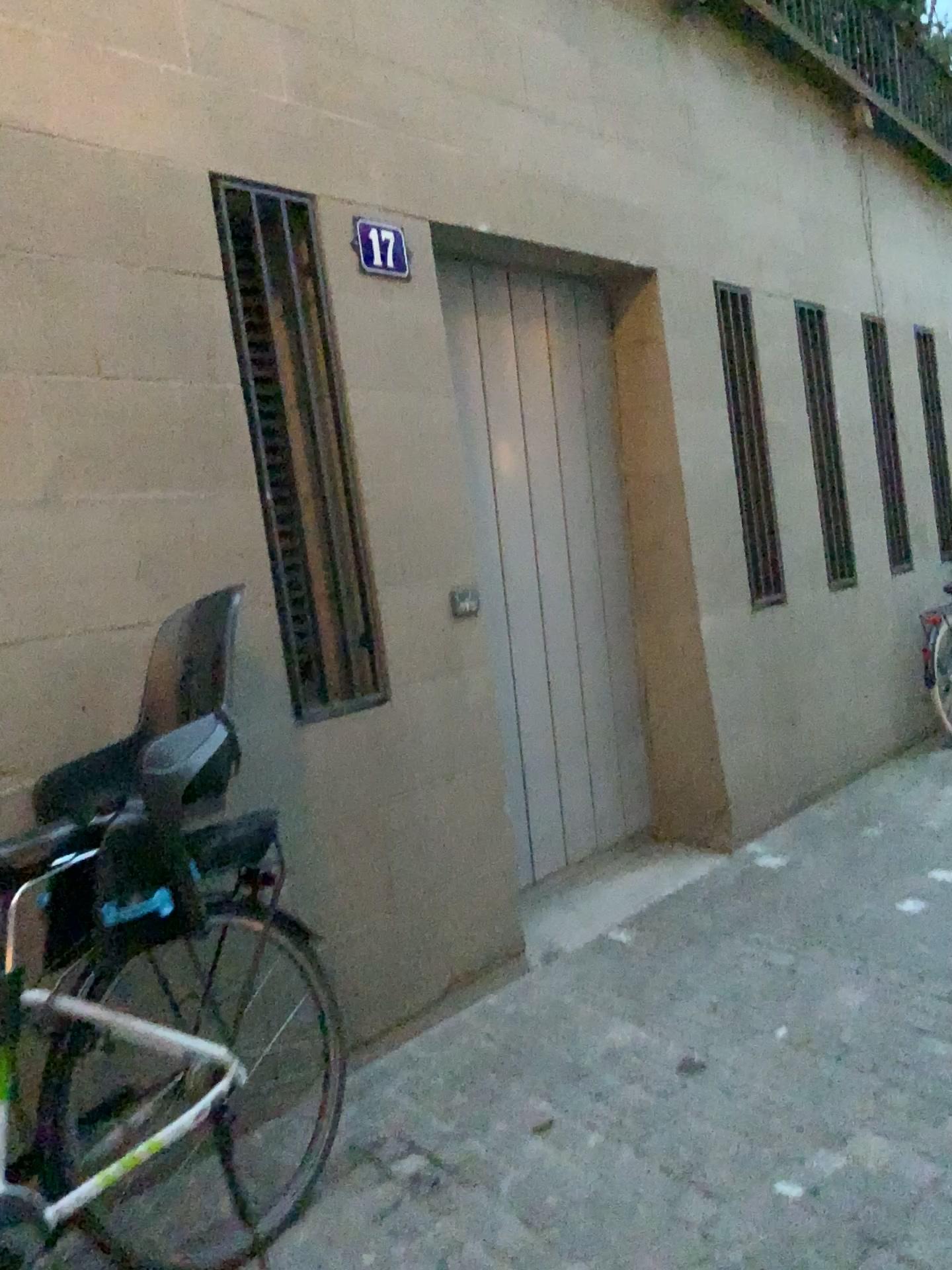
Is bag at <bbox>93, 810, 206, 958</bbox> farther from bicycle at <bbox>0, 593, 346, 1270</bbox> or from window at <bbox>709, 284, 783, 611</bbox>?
window at <bbox>709, 284, 783, 611</bbox>

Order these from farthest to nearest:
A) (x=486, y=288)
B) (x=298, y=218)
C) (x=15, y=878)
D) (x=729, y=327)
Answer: (x=729, y=327) → (x=486, y=288) → (x=298, y=218) → (x=15, y=878)

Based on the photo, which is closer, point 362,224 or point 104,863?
point 104,863

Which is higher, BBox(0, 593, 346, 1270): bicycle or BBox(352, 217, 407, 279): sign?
BBox(352, 217, 407, 279): sign

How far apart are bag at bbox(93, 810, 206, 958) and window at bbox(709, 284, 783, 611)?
3.3m

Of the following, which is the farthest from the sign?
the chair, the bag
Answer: the bag

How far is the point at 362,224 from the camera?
3.1 meters

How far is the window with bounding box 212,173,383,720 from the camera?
2.8 meters

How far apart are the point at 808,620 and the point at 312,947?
3.16m

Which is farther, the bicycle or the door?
the door
